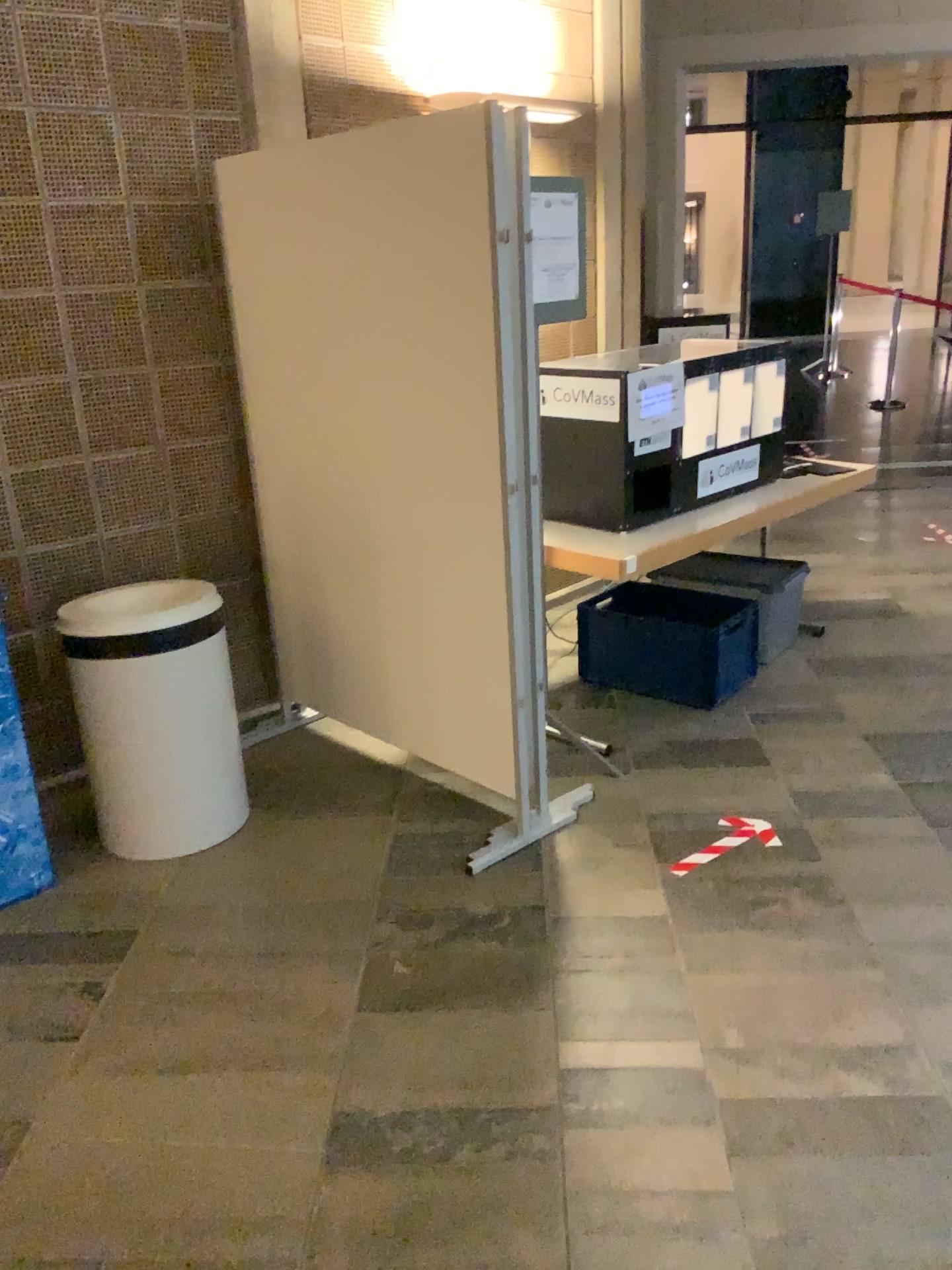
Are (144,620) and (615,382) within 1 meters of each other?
no

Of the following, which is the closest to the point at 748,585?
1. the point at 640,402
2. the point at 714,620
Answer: the point at 714,620

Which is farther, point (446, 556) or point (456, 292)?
point (446, 556)

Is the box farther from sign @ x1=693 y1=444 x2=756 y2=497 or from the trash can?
the trash can

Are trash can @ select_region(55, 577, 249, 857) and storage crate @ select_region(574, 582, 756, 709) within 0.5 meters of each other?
no

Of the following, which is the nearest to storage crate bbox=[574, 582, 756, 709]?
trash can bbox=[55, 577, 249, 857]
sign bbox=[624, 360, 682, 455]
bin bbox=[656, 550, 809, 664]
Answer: bin bbox=[656, 550, 809, 664]

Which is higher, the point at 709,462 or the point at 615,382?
the point at 615,382

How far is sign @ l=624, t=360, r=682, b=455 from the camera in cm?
338

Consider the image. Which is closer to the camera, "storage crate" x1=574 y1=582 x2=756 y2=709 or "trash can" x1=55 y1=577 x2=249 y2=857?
"trash can" x1=55 y1=577 x2=249 y2=857

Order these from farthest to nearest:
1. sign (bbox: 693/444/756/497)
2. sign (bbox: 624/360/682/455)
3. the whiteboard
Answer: sign (bbox: 693/444/756/497), sign (bbox: 624/360/682/455), the whiteboard
